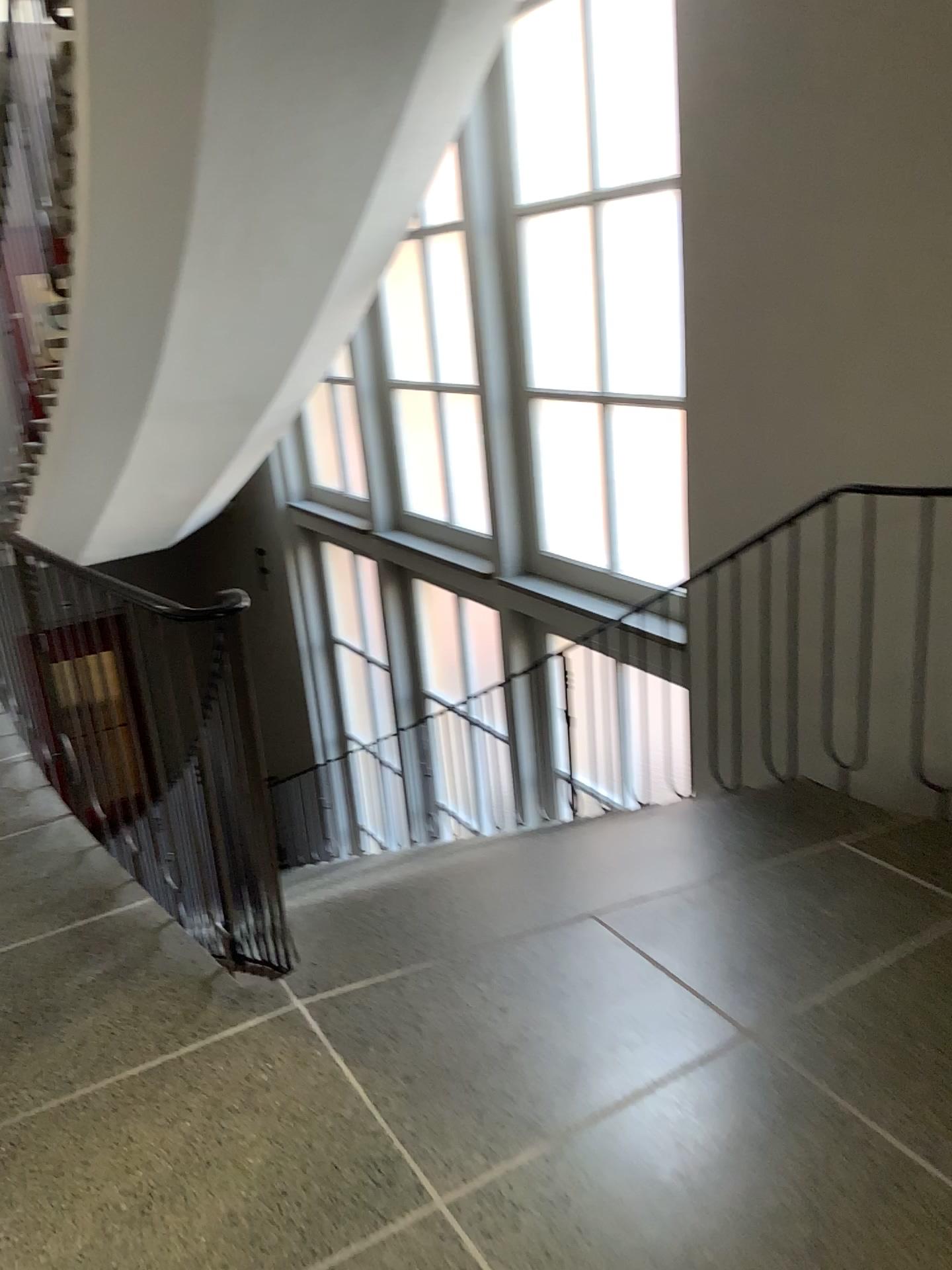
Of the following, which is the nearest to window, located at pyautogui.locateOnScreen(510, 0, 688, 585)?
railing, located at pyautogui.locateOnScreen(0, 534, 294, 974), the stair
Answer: the stair

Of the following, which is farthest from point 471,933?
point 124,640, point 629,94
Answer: point 629,94

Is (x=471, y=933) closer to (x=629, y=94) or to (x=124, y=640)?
(x=124, y=640)

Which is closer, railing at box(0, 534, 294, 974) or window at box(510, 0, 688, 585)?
railing at box(0, 534, 294, 974)

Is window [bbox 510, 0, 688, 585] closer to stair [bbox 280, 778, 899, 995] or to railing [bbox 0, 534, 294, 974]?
stair [bbox 280, 778, 899, 995]

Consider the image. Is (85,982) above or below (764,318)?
below

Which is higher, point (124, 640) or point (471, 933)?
point (124, 640)

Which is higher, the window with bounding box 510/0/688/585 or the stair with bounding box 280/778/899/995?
the window with bounding box 510/0/688/585
